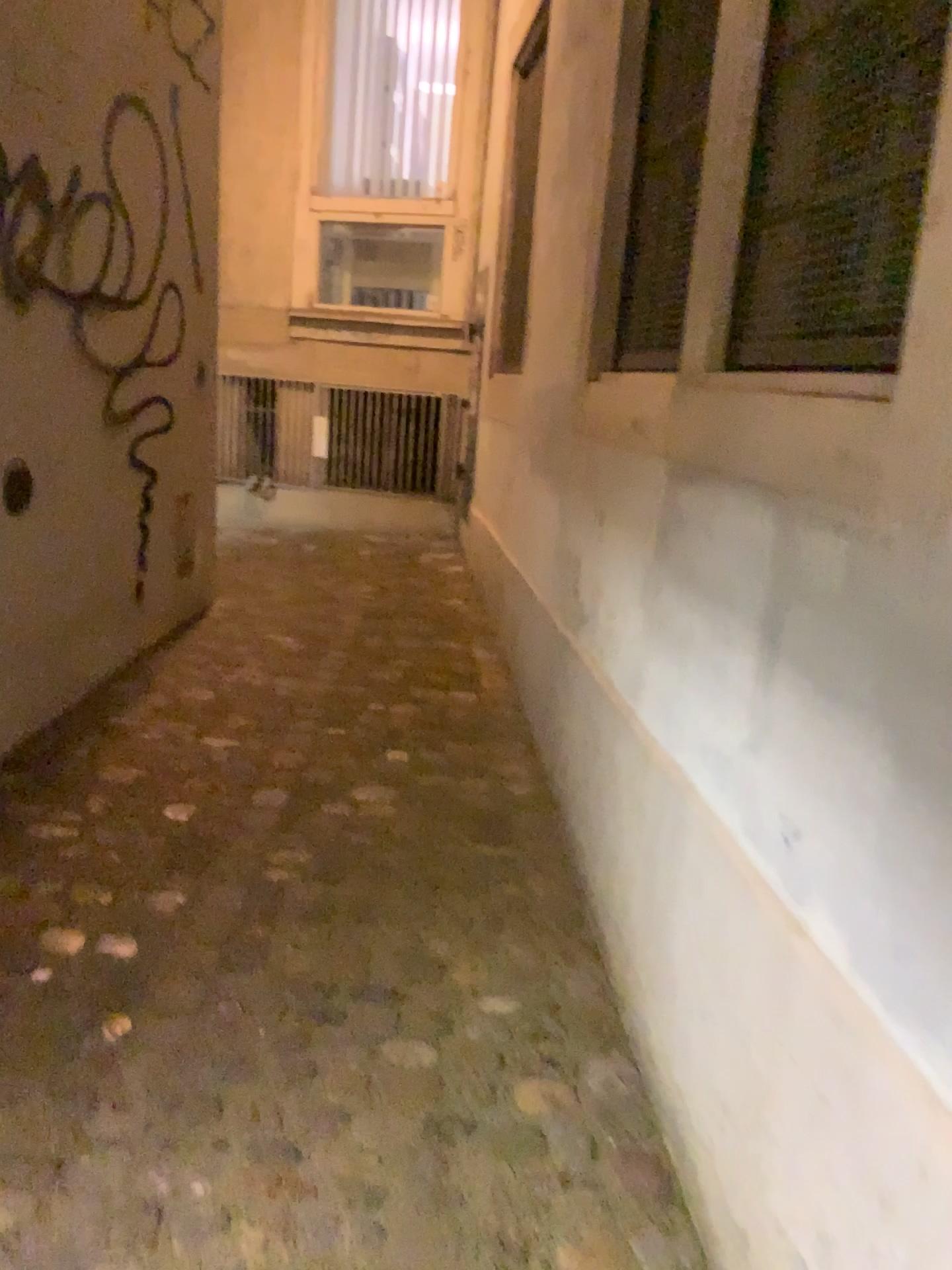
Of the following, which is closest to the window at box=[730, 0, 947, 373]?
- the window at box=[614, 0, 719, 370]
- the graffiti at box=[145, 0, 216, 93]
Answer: the window at box=[614, 0, 719, 370]

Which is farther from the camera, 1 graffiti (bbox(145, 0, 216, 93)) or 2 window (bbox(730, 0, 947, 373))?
1 graffiti (bbox(145, 0, 216, 93))

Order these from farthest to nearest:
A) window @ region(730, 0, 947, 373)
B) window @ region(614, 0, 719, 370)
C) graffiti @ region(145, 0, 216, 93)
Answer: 1. graffiti @ region(145, 0, 216, 93)
2. window @ region(614, 0, 719, 370)
3. window @ region(730, 0, 947, 373)

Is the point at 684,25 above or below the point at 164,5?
below

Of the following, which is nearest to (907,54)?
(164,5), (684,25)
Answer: (684,25)

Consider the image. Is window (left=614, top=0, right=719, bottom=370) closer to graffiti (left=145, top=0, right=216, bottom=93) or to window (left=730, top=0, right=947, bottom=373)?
window (left=730, top=0, right=947, bottom=373)

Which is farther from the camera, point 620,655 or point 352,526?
point 352,526

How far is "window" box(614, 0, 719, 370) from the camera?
2.1m

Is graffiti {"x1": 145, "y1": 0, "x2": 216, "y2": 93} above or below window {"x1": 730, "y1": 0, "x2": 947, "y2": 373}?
above

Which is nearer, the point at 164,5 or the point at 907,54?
the point at 907,54
